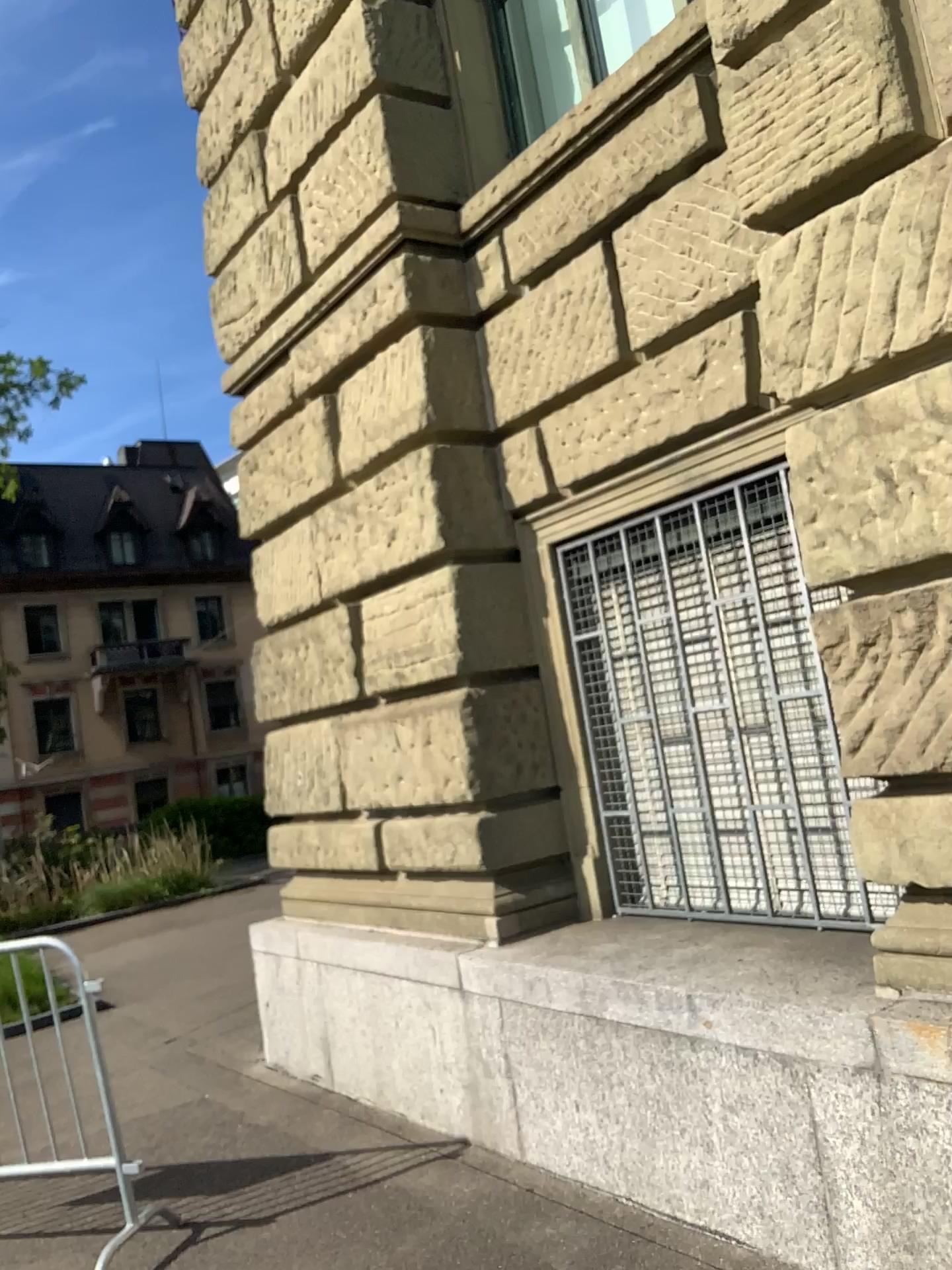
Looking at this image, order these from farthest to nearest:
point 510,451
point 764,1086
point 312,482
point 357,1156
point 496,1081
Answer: point 312,482, point 510,451, point 357,1156, point 496,1081, point 764,1086
